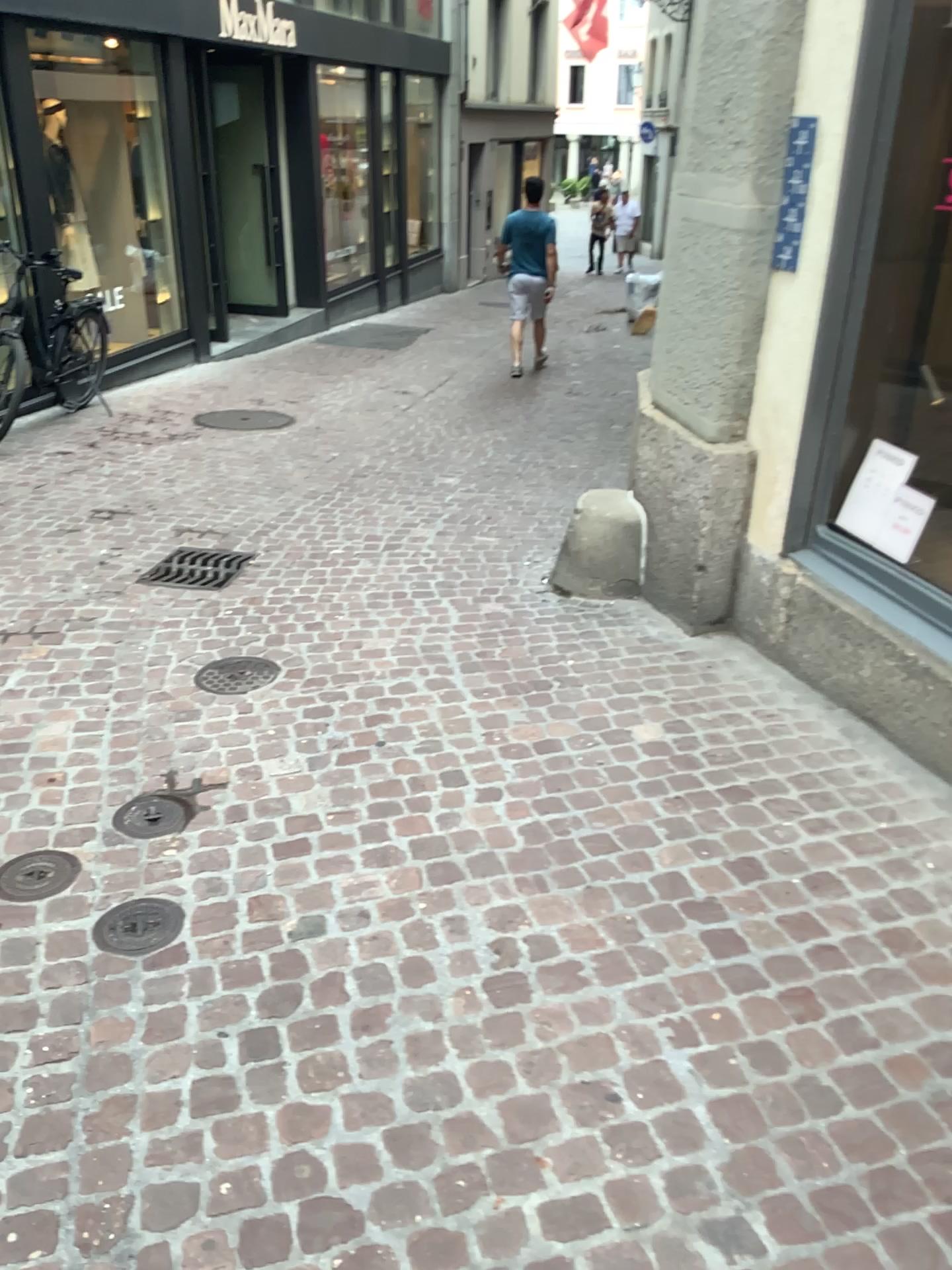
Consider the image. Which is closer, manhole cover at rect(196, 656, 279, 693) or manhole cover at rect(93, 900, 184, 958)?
manhole cover at rect(93, 900, 184, 958)

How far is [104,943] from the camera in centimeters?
238cm

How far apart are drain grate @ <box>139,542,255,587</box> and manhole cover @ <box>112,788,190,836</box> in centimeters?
172cm

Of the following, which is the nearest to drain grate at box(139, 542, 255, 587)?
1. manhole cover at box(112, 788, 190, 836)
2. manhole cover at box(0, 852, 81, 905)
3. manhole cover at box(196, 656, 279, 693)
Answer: manhole cover at box(196, 656, 279, 693)

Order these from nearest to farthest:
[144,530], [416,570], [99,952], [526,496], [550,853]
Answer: [99,952] → [550,853] → [416,570] → [144,530] → [526,496]

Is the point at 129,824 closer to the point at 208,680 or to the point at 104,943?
the point at 104,943

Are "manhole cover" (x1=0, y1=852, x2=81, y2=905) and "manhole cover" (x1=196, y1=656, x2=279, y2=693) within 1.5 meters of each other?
yes

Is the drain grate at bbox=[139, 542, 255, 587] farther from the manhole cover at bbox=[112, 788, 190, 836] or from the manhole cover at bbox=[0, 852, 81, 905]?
the manhole cover at bbox=[0, 852, 81, 905]

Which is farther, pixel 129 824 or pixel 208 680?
pixel 208 680

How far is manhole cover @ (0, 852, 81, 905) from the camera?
2.57m
